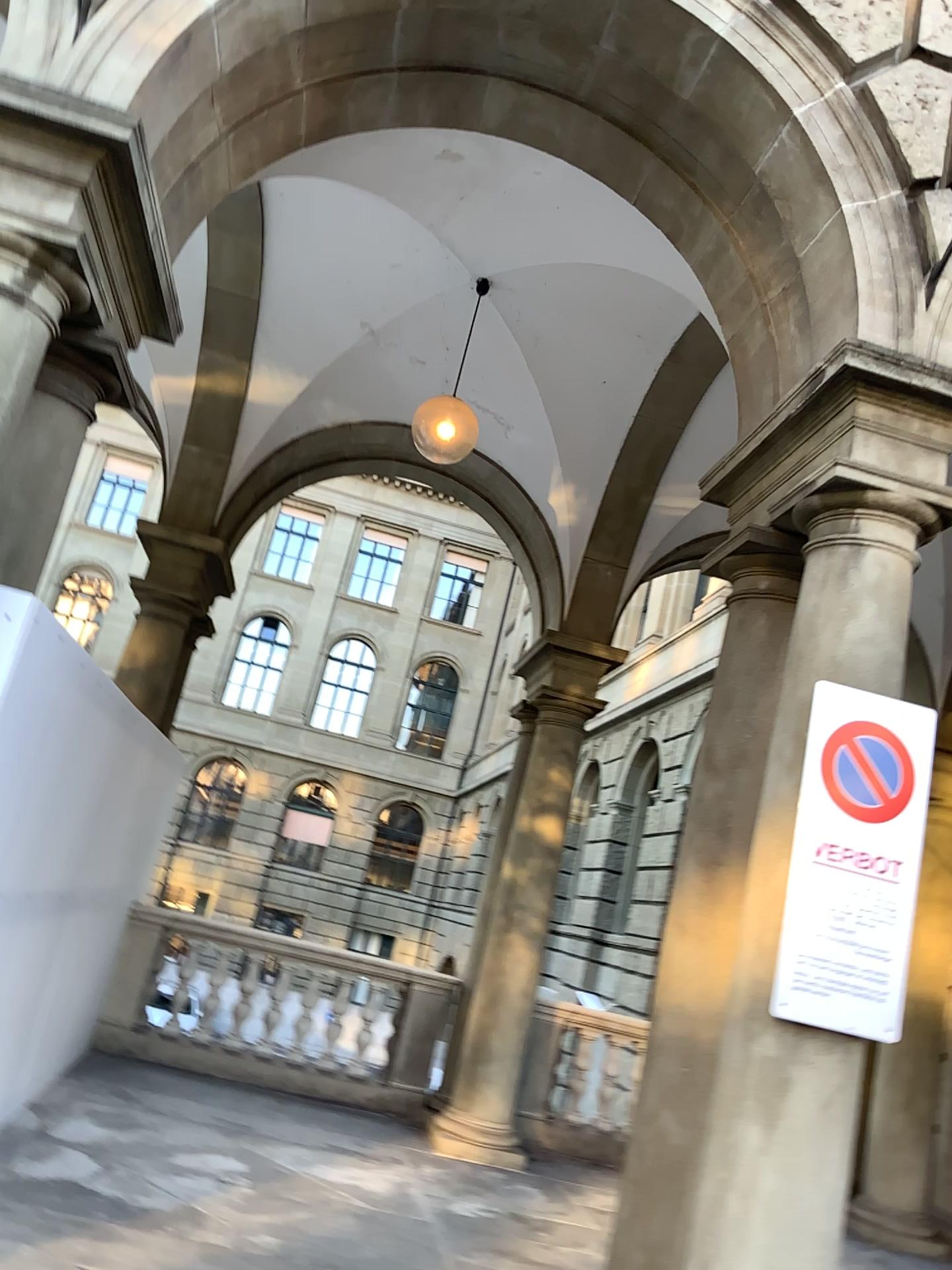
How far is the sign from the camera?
3.1m

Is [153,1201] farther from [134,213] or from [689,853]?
[134,213]

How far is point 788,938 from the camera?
3.1 meters
